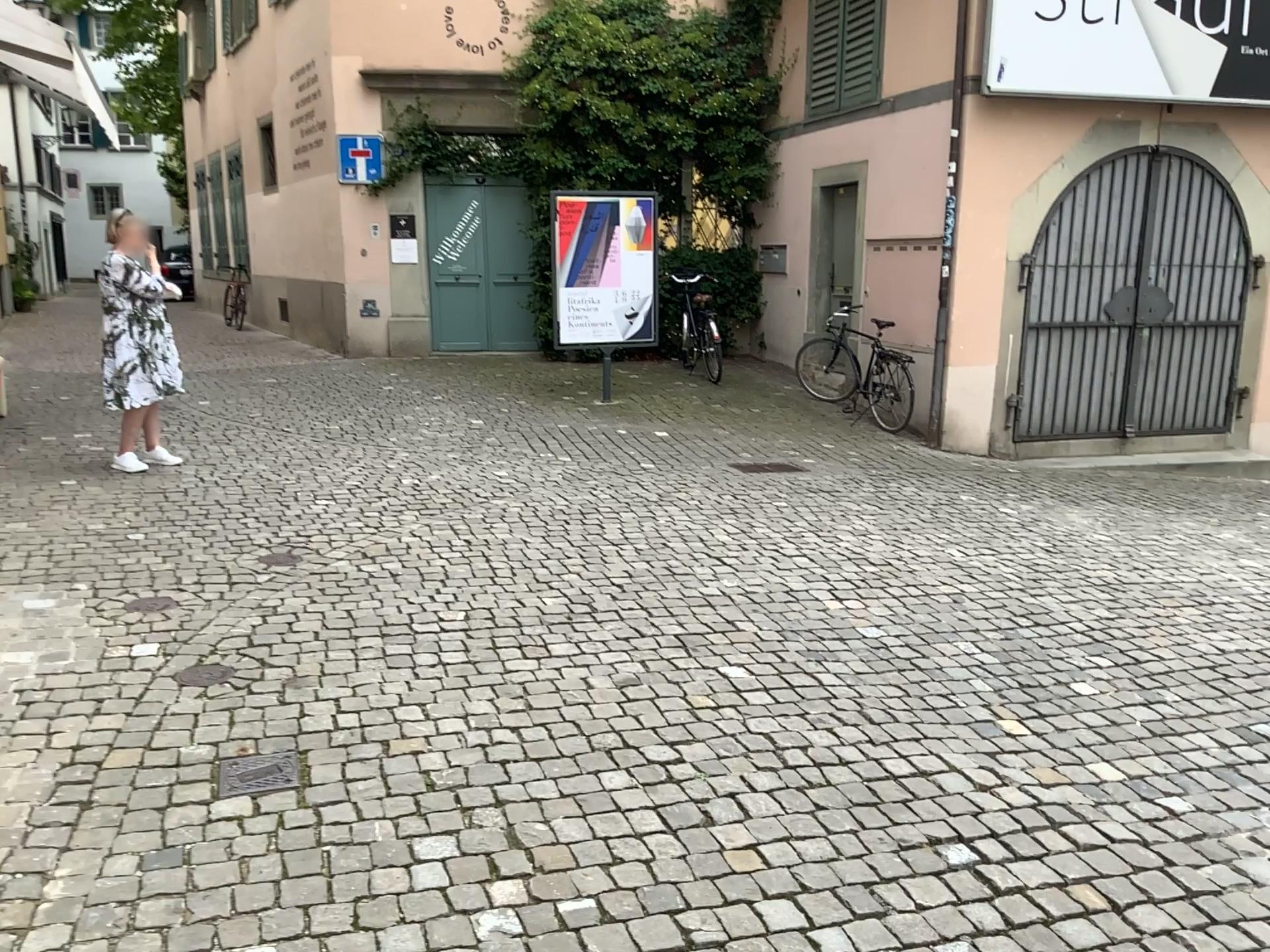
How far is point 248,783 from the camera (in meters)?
2.90

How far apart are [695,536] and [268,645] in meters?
2.5

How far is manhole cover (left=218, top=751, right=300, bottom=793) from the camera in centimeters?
290cm
